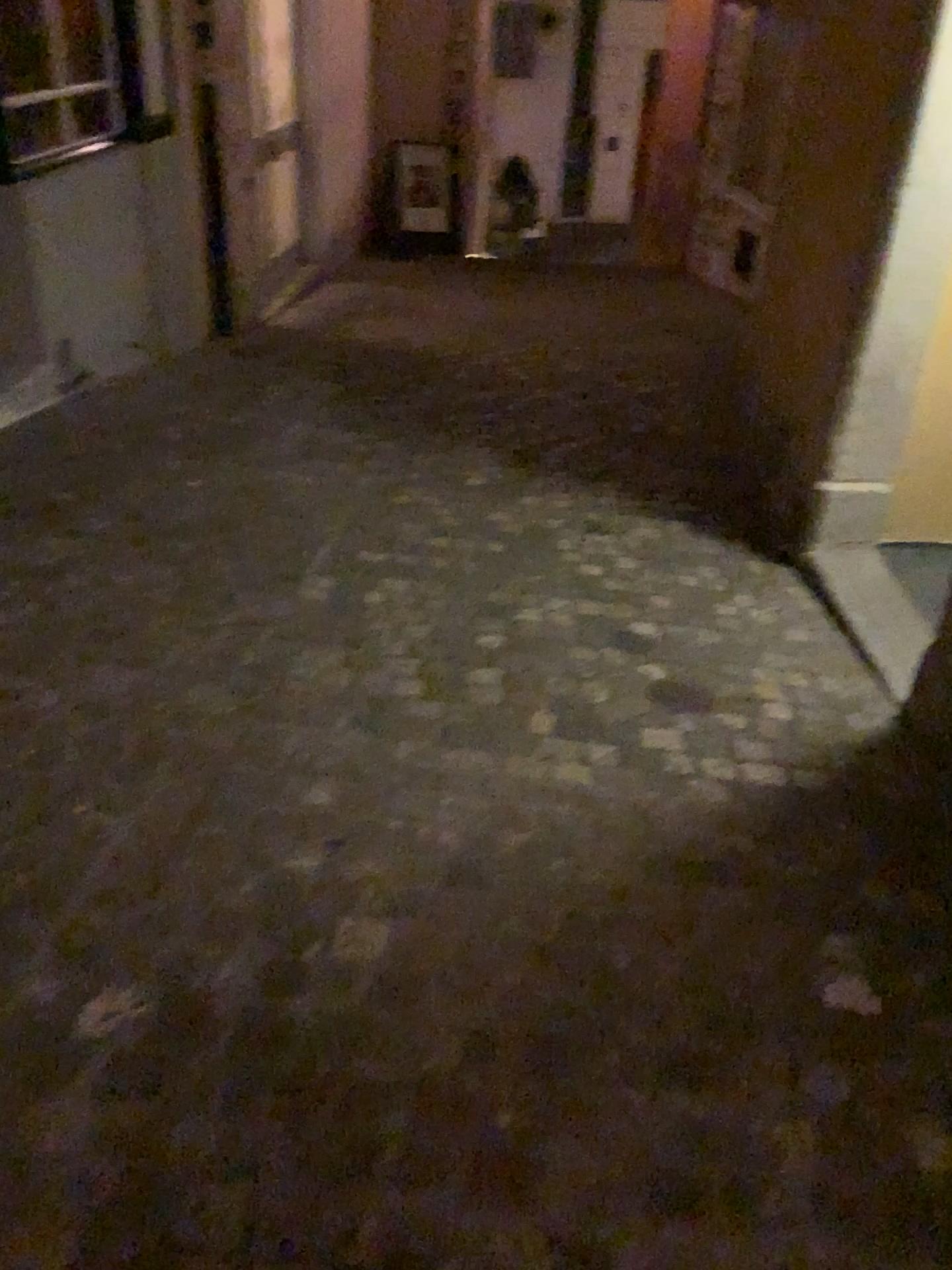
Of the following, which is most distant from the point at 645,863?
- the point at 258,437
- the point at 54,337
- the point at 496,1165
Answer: the point at 54,337
